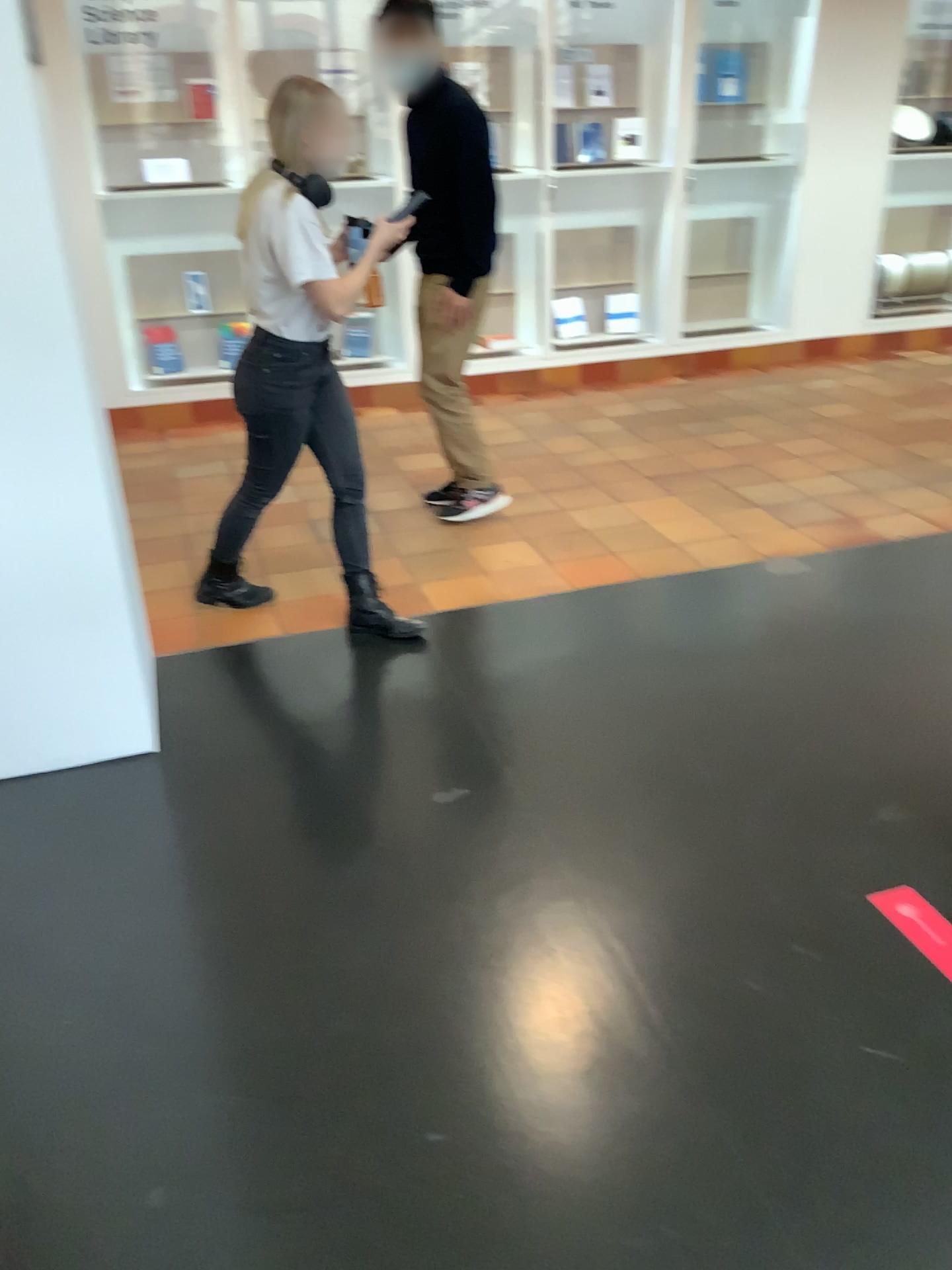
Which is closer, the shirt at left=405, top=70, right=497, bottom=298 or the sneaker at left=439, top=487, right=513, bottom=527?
the shirt at left=405, top=70, right=497, bottom=298

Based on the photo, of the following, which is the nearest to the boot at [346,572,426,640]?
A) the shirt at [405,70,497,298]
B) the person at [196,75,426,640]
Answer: the person at [196,75,426,640]

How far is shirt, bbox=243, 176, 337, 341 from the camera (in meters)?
2.80

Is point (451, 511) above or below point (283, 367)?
below

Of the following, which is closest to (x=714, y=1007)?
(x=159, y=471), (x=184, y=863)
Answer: (x=184, y=863)

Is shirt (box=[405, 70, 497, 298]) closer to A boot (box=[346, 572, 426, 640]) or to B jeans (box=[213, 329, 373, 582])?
B jeans (box=[213, 329, 373, 582])

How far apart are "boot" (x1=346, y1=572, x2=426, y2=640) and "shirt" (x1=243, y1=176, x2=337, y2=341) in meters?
0.8

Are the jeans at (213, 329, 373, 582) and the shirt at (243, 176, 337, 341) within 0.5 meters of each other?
yes

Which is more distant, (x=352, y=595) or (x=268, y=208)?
(x=352, y=595)

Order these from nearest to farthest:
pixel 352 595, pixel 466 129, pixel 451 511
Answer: pixel 352 595 → pixel 466 129 → pixel 451 511
